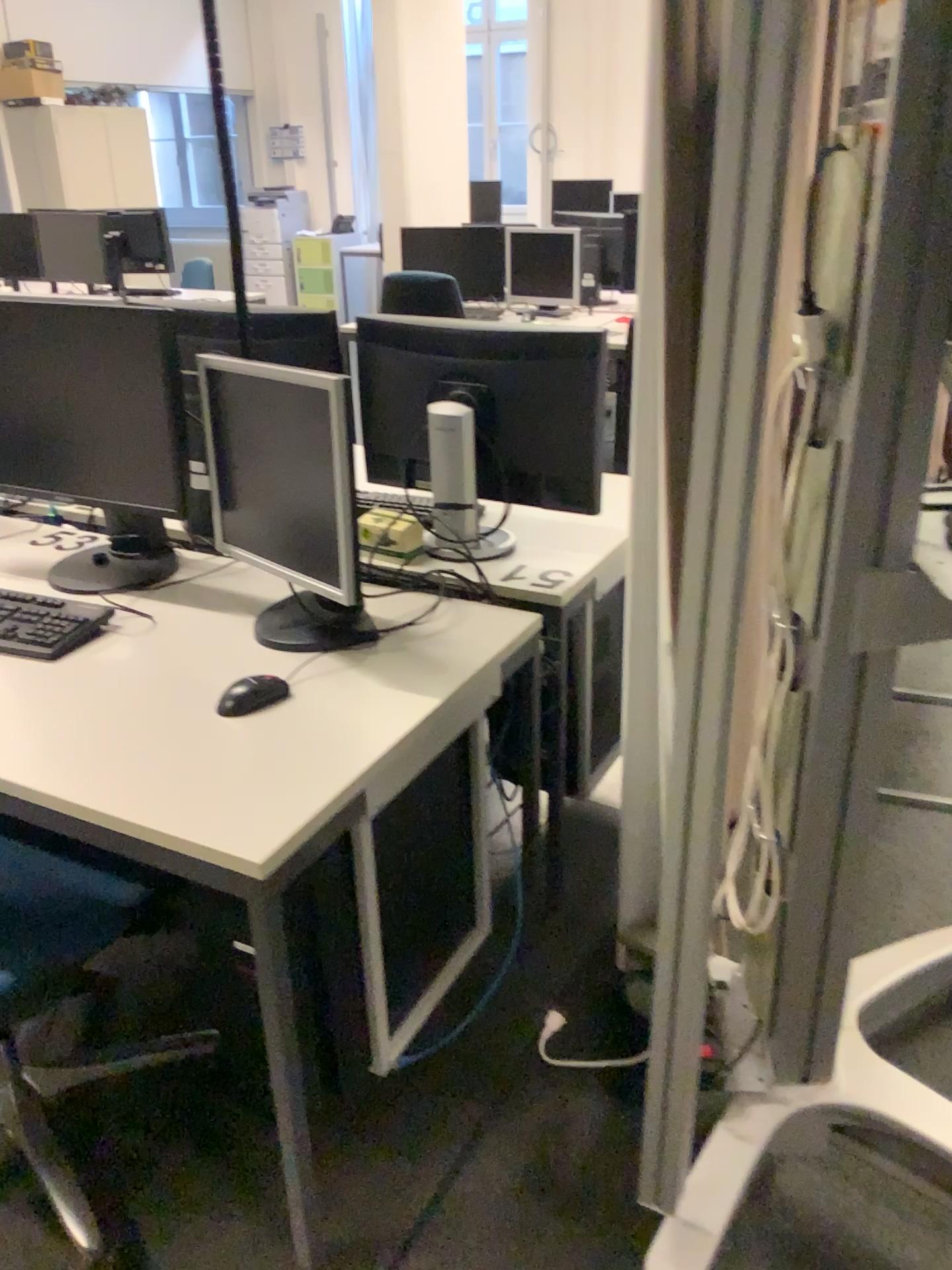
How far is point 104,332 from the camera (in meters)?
1.84

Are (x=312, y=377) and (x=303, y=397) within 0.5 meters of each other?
yes

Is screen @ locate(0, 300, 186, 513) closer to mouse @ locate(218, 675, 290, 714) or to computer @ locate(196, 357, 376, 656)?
computer @ locate(196, 357, 376, 656)

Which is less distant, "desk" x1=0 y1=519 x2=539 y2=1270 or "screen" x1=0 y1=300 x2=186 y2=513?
"desk" x1=0 y1=519 x2=539 y2=1270

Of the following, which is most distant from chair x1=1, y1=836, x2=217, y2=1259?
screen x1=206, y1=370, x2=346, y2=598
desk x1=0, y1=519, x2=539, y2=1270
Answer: screen x1=206, y1=370, x2=346, y2=598

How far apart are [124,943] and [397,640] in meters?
0.6 m

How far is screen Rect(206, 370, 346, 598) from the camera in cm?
161

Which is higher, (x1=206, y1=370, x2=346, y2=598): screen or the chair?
(x1=206, y1=370, x2=346, y2=598): screen

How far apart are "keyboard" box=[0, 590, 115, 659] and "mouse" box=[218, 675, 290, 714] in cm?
36

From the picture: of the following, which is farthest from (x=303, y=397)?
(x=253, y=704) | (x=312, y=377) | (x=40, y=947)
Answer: (x=40, y=947)
